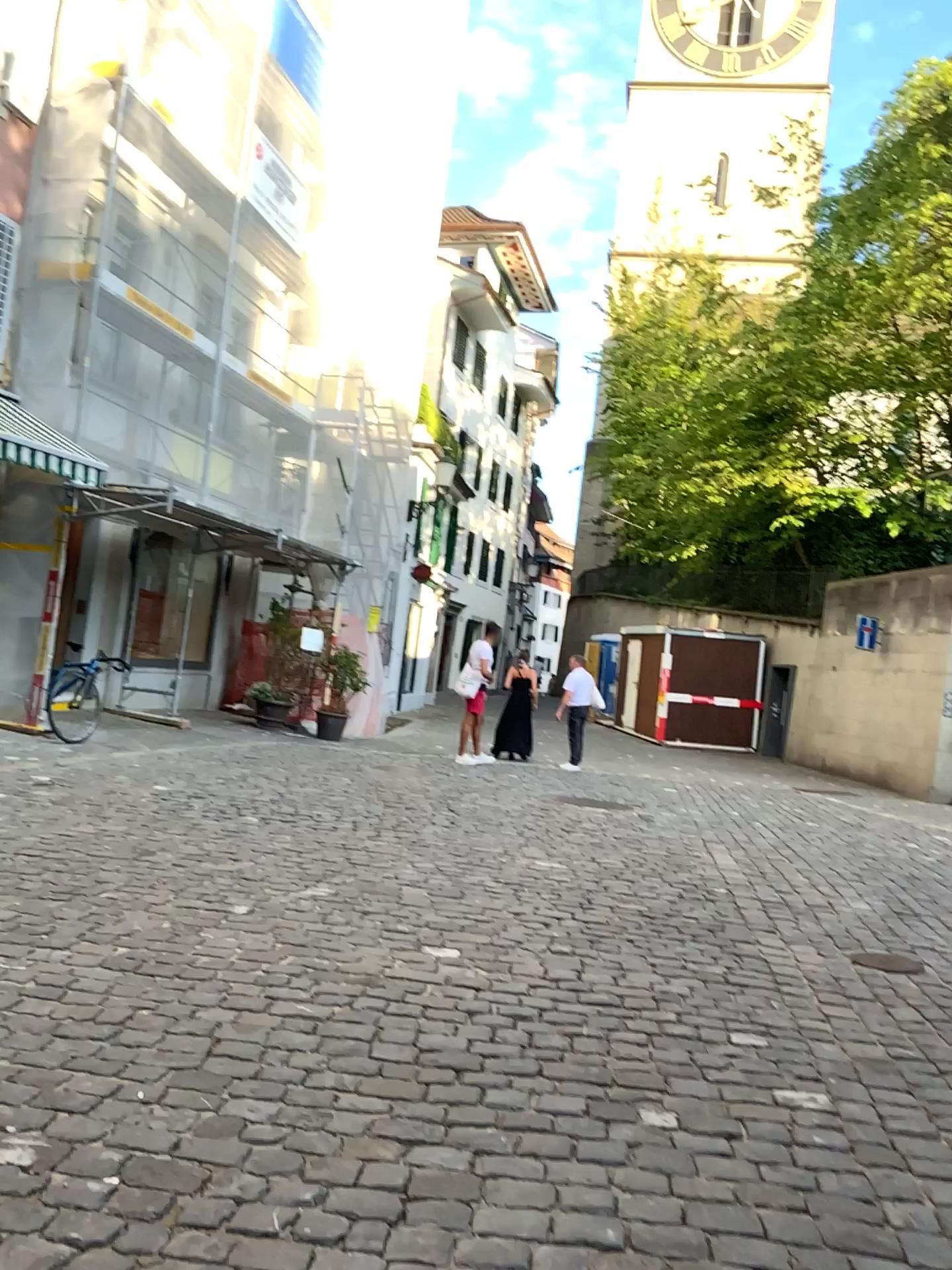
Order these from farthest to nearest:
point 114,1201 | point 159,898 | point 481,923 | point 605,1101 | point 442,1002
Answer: point 481,923
point 159,898
point 442,1002
point 605,1101
point 114,1201
